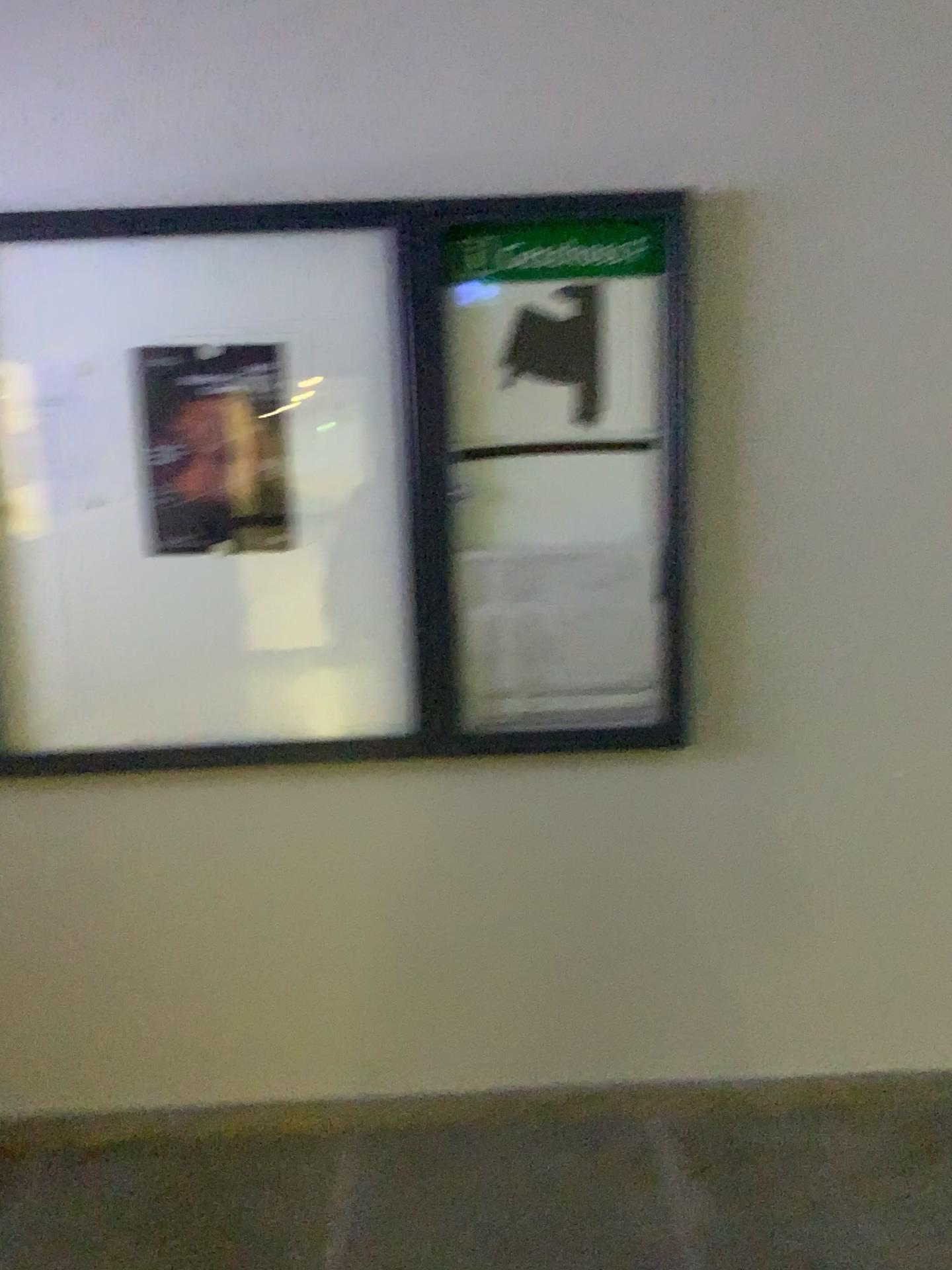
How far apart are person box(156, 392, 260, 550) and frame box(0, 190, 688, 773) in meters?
0.3

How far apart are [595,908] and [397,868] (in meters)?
0.45

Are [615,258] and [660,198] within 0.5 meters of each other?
yes

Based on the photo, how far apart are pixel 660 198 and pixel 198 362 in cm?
98

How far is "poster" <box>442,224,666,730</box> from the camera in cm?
212

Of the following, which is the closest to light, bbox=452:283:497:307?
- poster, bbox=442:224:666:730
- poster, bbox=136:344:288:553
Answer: poster, bbox=442:224:666:730

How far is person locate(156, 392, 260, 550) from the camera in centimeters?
216cm

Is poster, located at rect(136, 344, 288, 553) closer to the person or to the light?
the person

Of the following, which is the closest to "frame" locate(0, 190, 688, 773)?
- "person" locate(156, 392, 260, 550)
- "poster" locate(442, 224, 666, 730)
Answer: "poster" locate(442, 224, 666, 730)

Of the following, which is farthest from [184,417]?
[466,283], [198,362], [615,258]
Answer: [615,258]
